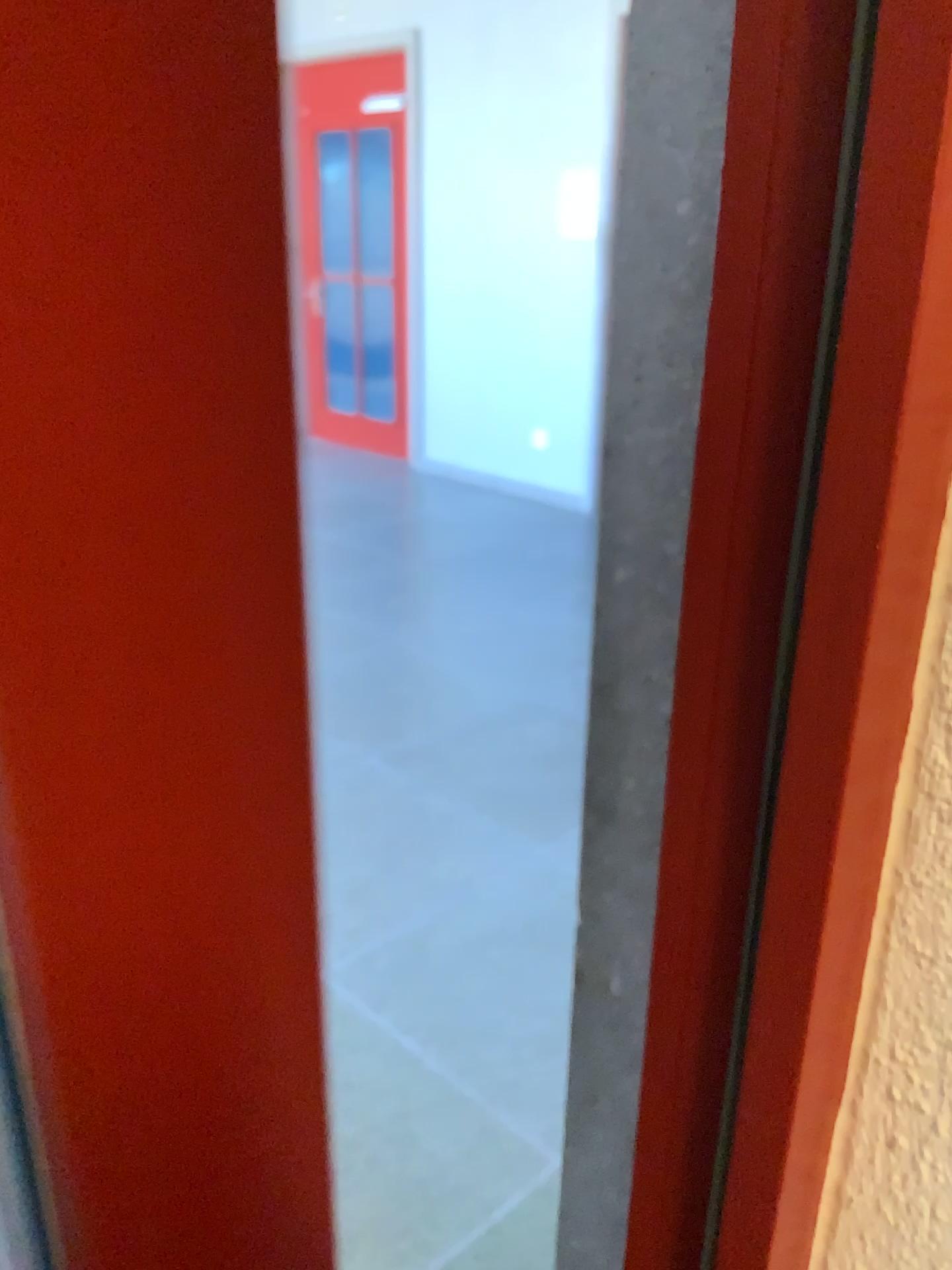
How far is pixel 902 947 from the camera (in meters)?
0.29
